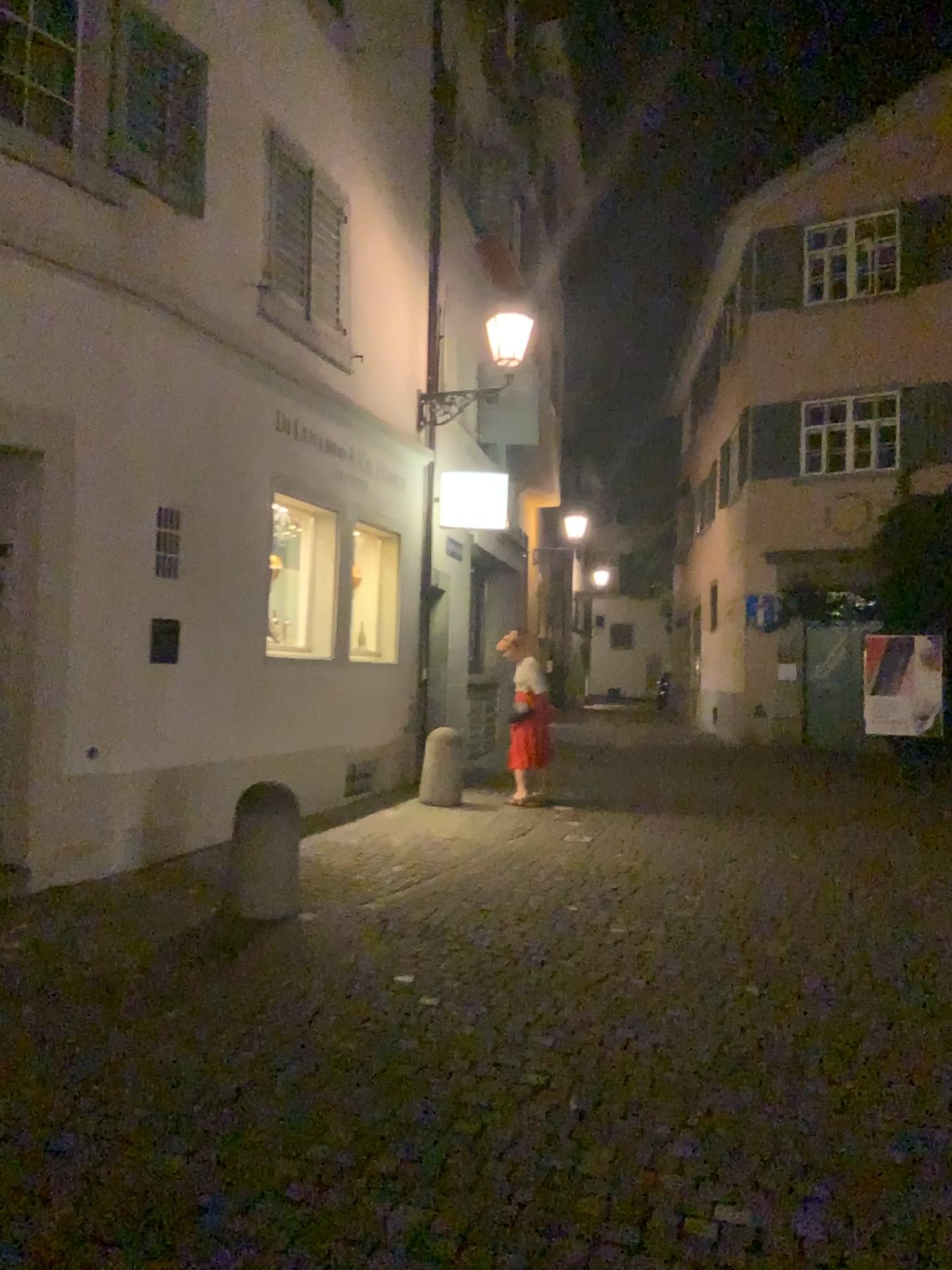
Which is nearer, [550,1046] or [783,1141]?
[783,1141]
